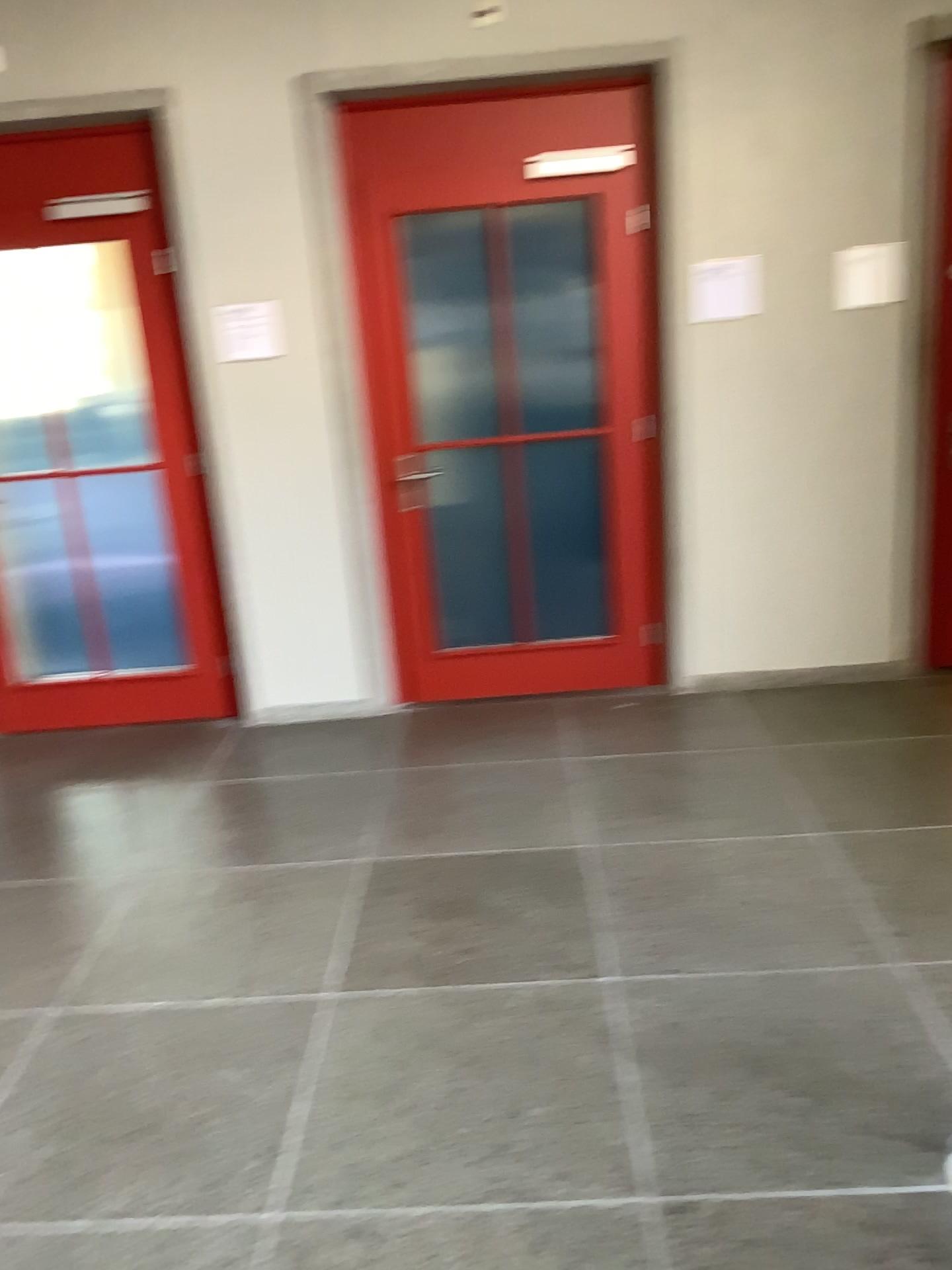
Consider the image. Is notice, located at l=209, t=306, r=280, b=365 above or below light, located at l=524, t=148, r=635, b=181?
below

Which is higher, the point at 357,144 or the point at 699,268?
the point at 357,144

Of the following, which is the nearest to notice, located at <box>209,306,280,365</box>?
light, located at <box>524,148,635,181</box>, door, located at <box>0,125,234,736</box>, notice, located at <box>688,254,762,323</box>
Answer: door, located at <box>0,125,234,736</box>

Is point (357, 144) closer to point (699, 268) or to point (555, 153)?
point (555, 153)

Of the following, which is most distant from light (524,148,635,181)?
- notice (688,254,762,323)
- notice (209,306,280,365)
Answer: notice (209,306,280,365)

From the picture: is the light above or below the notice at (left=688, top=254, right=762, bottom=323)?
above

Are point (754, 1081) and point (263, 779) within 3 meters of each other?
yes

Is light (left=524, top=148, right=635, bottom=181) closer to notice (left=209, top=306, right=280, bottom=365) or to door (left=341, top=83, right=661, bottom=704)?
door (left=341, top=83, right=661, bottom=704)

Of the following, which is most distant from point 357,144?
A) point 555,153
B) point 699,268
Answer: point 699,268
